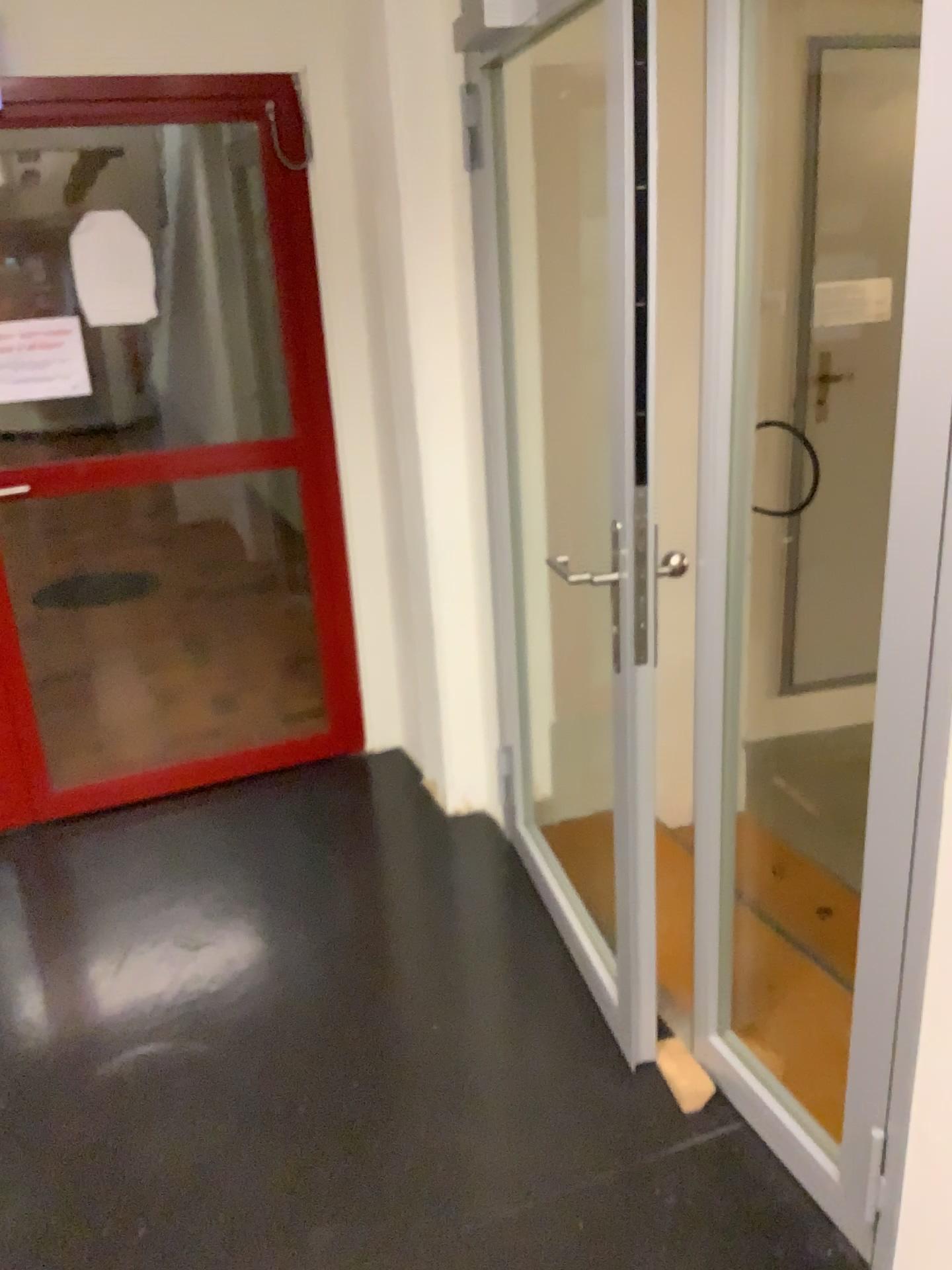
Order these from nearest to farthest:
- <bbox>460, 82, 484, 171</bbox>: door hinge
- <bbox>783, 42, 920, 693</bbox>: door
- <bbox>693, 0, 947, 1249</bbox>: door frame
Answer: <bbox>693, 0, 947, 1249</bbox>: door frame < <bbox>460, 82, 484, 171</bbox>: door hinge < <bbox>783, 42, 920, 693</bbox>: door

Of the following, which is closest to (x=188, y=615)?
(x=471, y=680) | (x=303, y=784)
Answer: (x=303, y=784)

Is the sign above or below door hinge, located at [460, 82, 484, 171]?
below

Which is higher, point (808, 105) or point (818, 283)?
point (808, 105)

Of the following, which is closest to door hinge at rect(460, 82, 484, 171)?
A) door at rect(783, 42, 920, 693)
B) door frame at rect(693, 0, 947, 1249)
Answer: door frame at rect(693, 0, 947, 1249)

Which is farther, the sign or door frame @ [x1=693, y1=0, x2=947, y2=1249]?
the sign

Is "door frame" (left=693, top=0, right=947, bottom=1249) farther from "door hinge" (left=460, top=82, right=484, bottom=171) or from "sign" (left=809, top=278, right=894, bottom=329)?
"sign" (left=809, top=278, right=894, bottom=329)

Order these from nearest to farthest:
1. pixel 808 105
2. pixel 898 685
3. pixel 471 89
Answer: pixel 898 685, pixel 471 89, pixel 808 105

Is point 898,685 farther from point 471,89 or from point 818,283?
point 818,283

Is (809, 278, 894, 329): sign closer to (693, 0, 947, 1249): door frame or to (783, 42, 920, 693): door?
(783, 42, 920, 693): door
